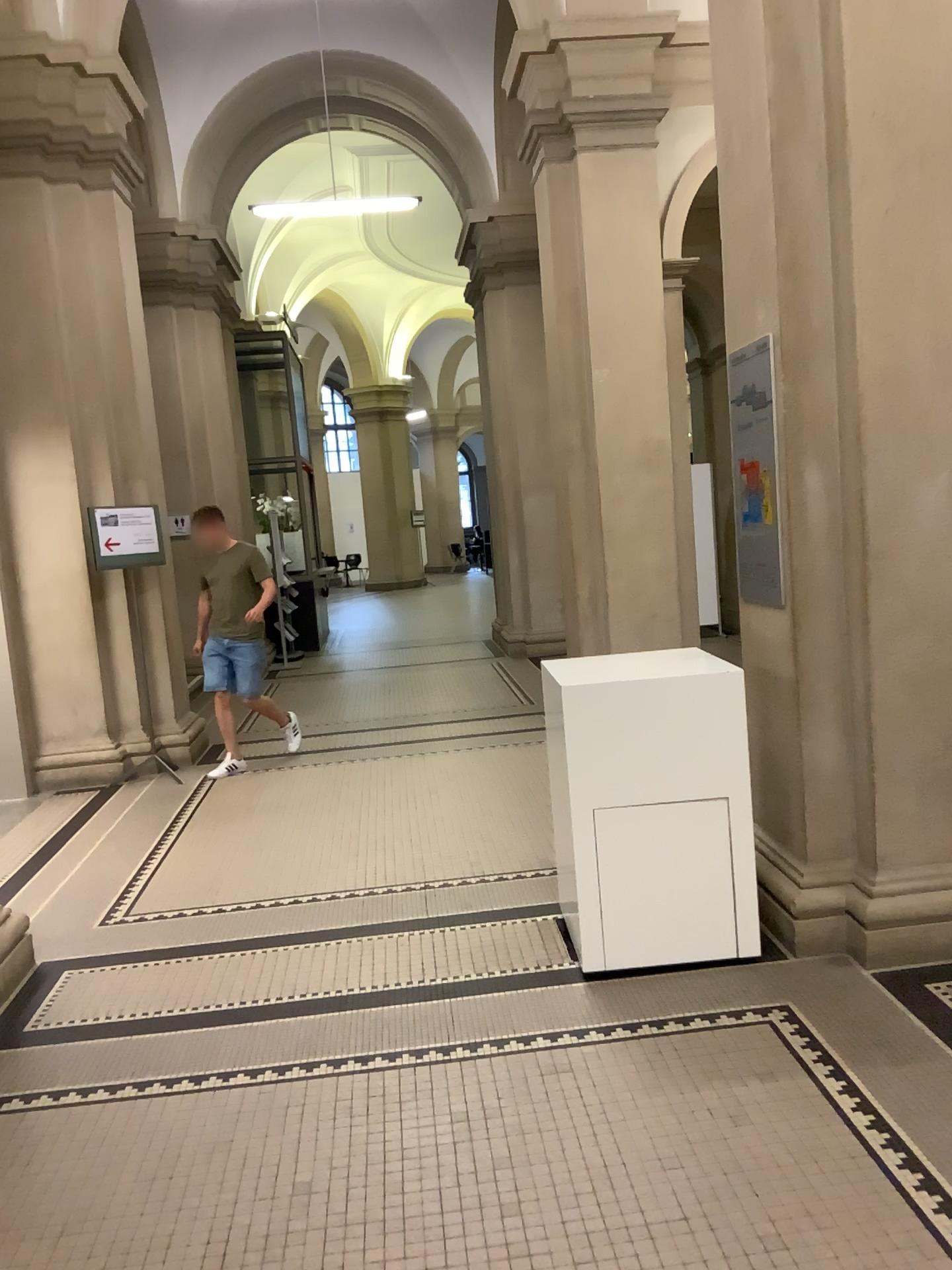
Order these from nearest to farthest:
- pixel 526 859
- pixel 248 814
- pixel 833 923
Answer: pixel 833 923 < pixel 526 859 < pixel 248 814
